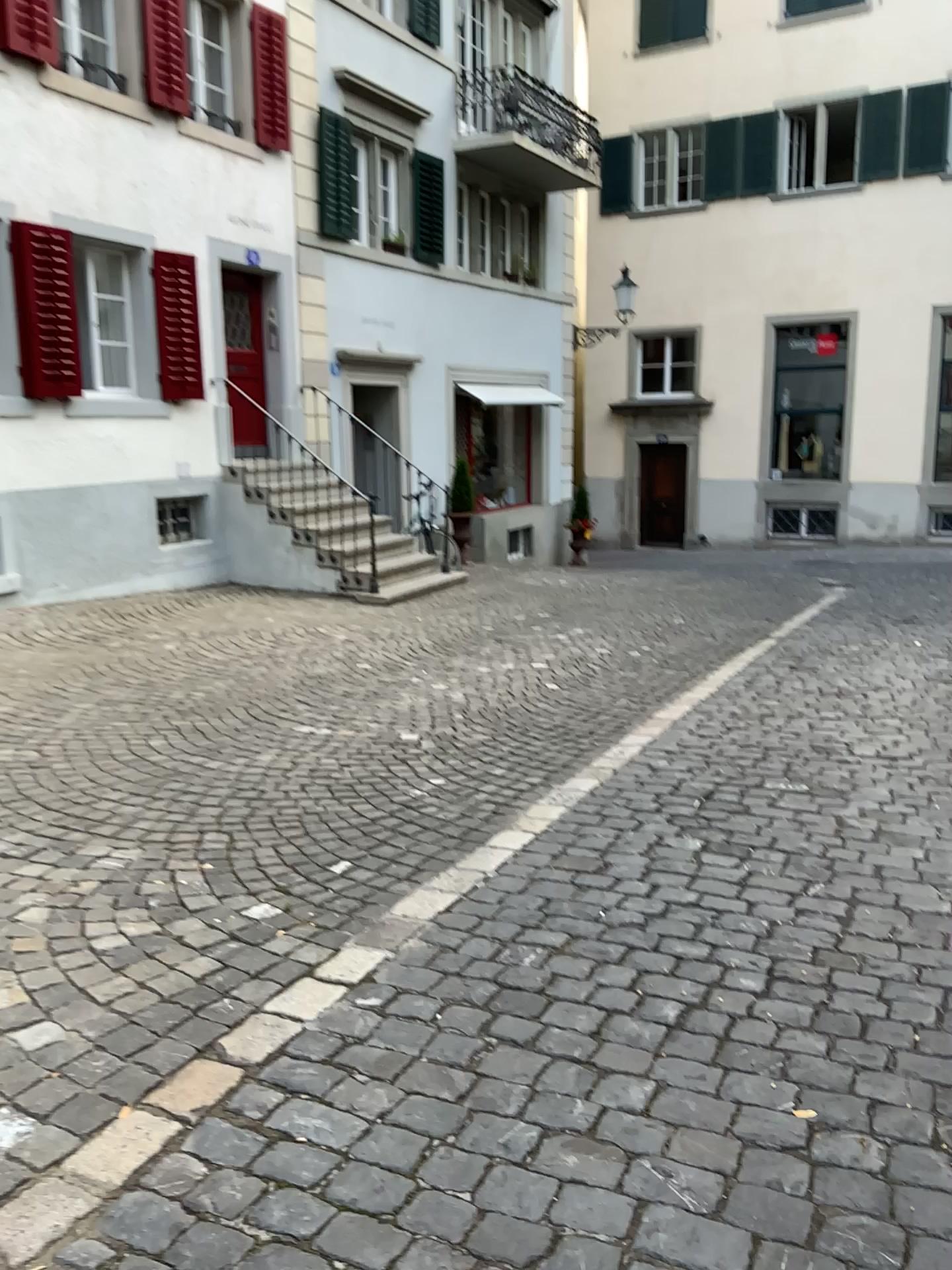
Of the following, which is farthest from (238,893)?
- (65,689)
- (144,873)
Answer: (65,689)
